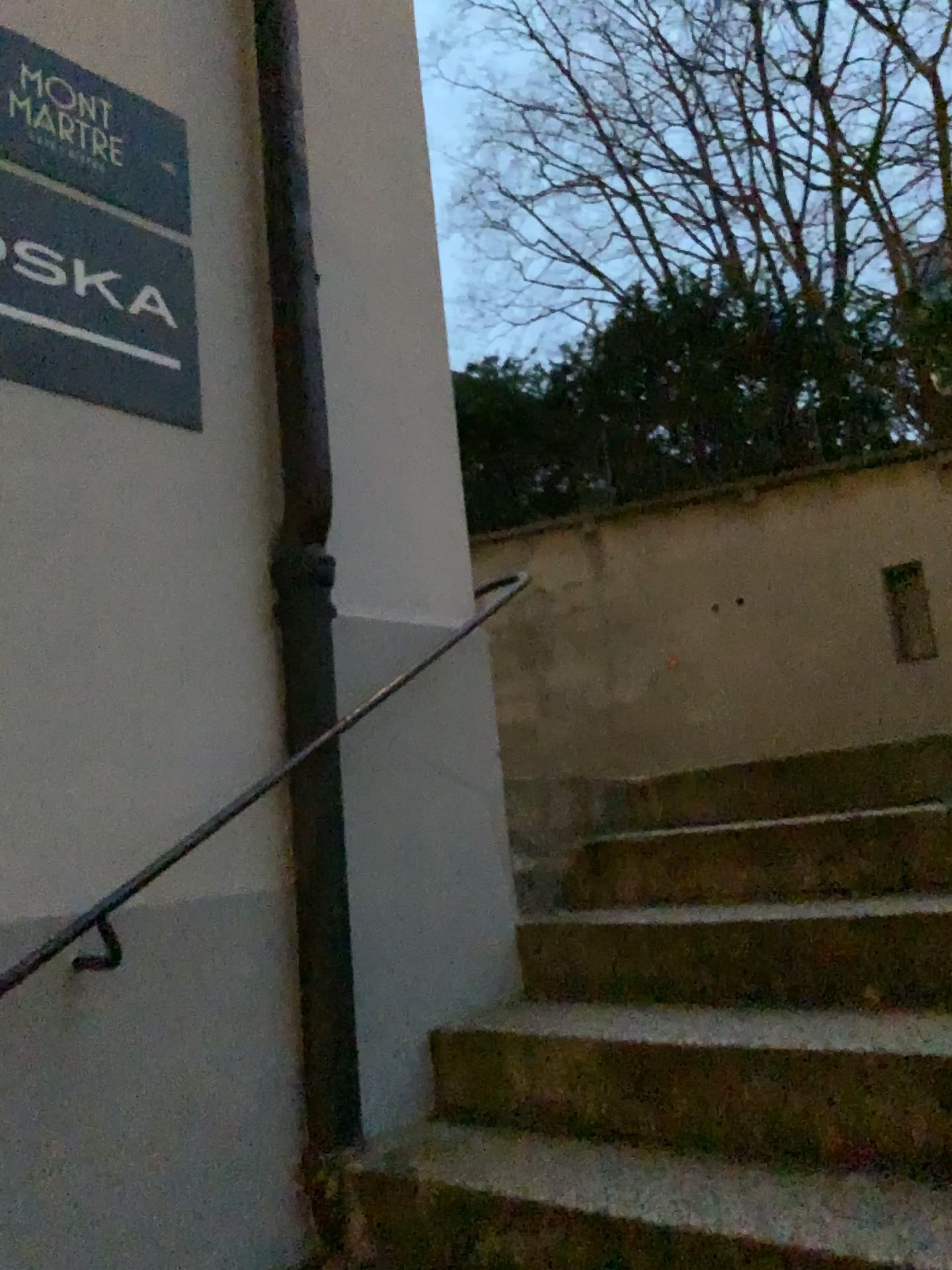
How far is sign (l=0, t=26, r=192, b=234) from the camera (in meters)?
1.96

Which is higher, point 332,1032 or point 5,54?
point 5,54

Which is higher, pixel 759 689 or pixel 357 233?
pixel 357 233

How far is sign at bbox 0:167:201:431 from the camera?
1.88m

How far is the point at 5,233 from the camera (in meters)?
1.88

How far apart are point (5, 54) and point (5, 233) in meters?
0.4
